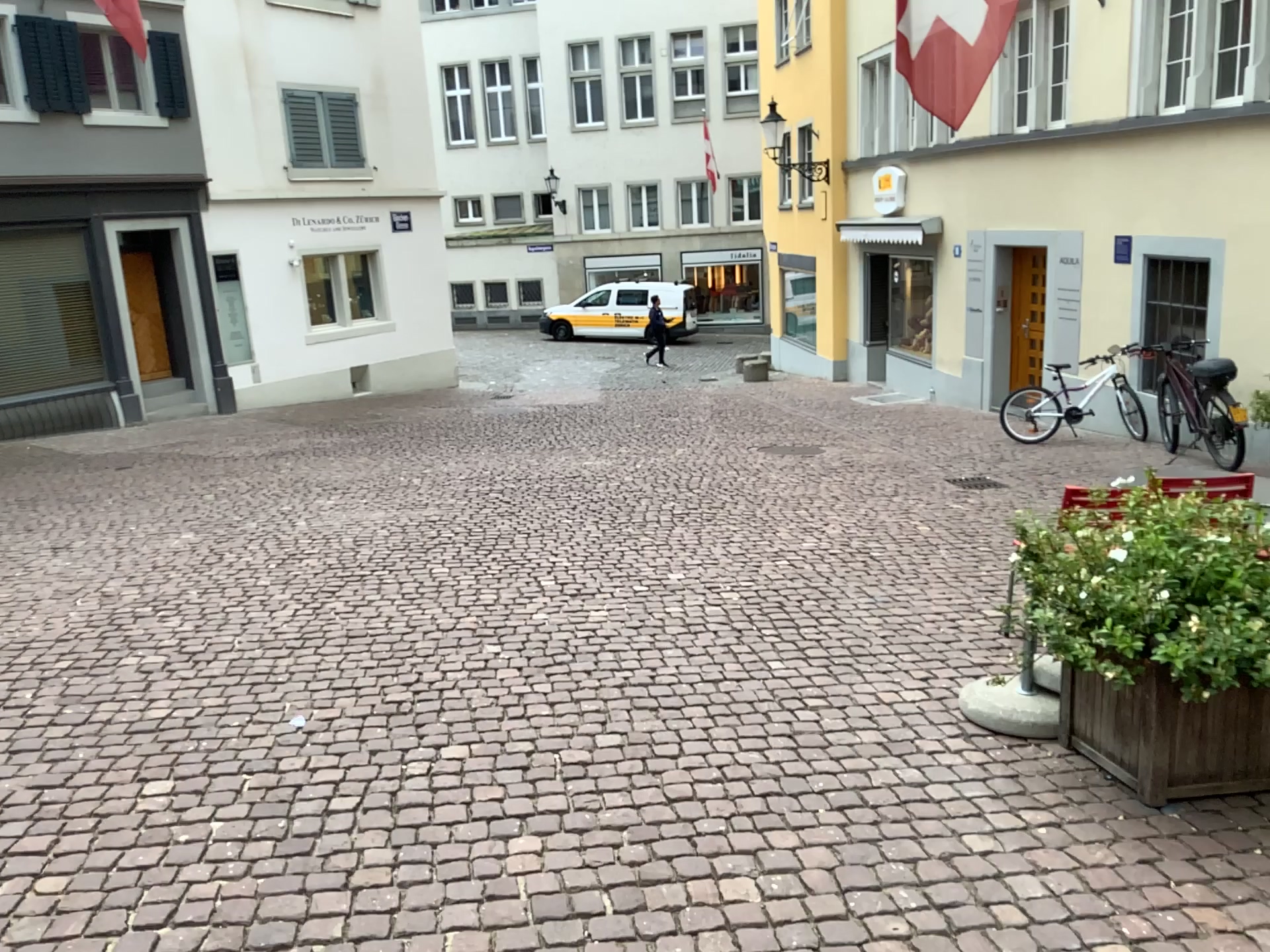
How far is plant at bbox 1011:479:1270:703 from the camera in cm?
295

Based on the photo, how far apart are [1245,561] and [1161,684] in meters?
0.4

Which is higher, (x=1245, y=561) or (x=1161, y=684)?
(x=1245, y=561)

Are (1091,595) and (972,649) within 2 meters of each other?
yes

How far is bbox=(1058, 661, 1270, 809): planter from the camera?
3.1 meters

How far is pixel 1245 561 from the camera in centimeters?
295cm
